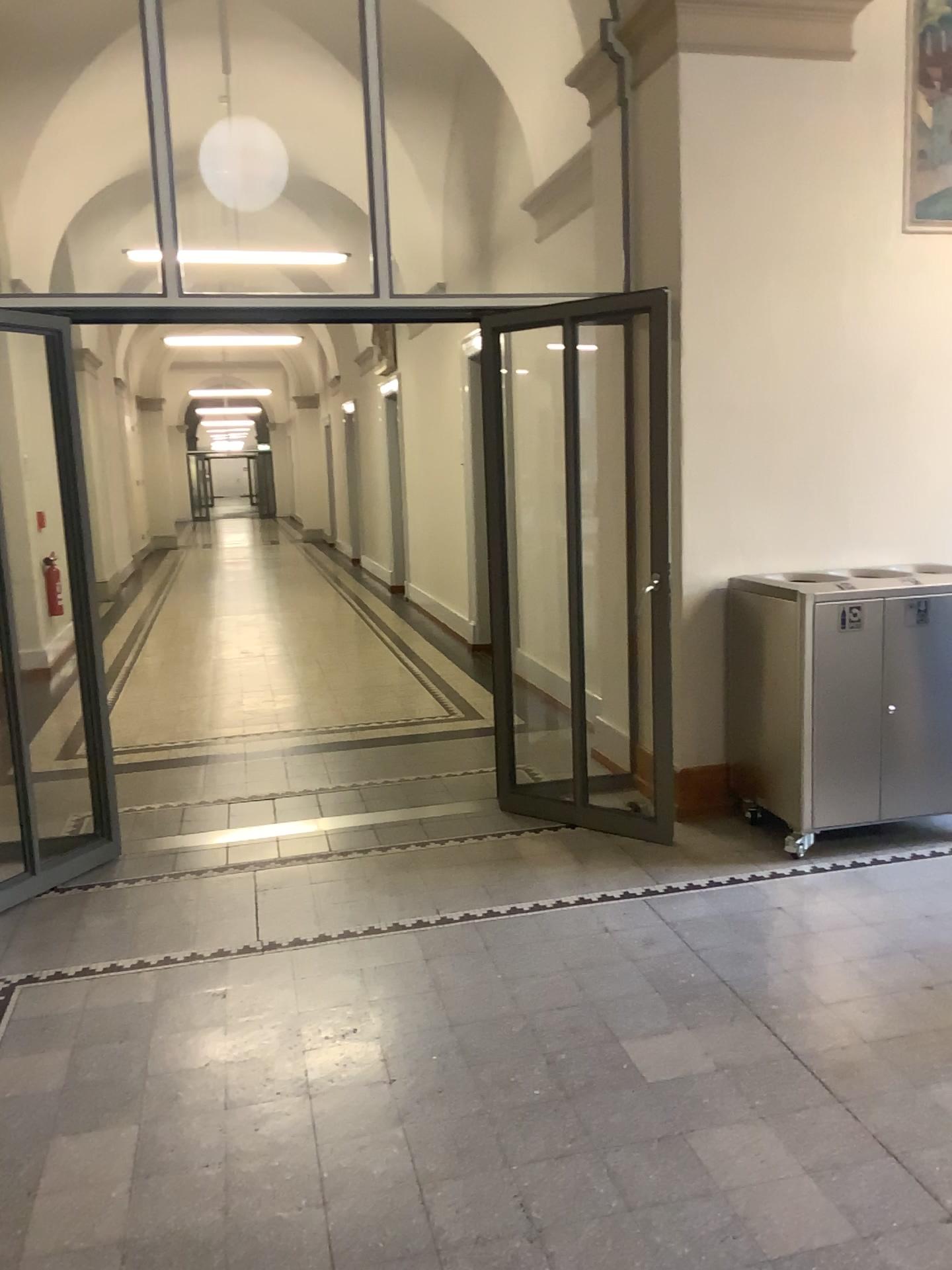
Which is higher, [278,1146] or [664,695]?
[664,695]
